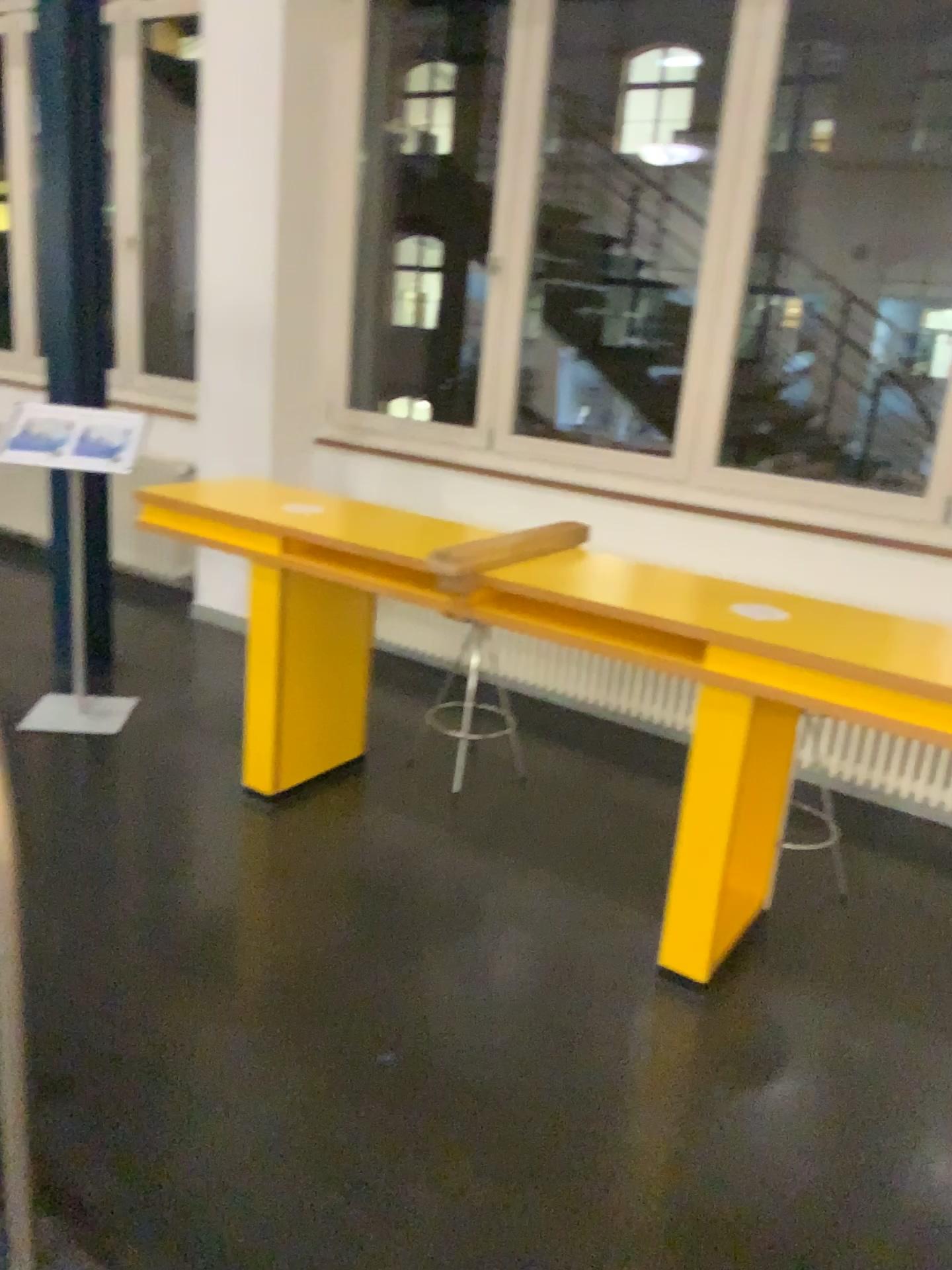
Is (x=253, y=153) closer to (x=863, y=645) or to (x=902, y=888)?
(x=863, y=645)
